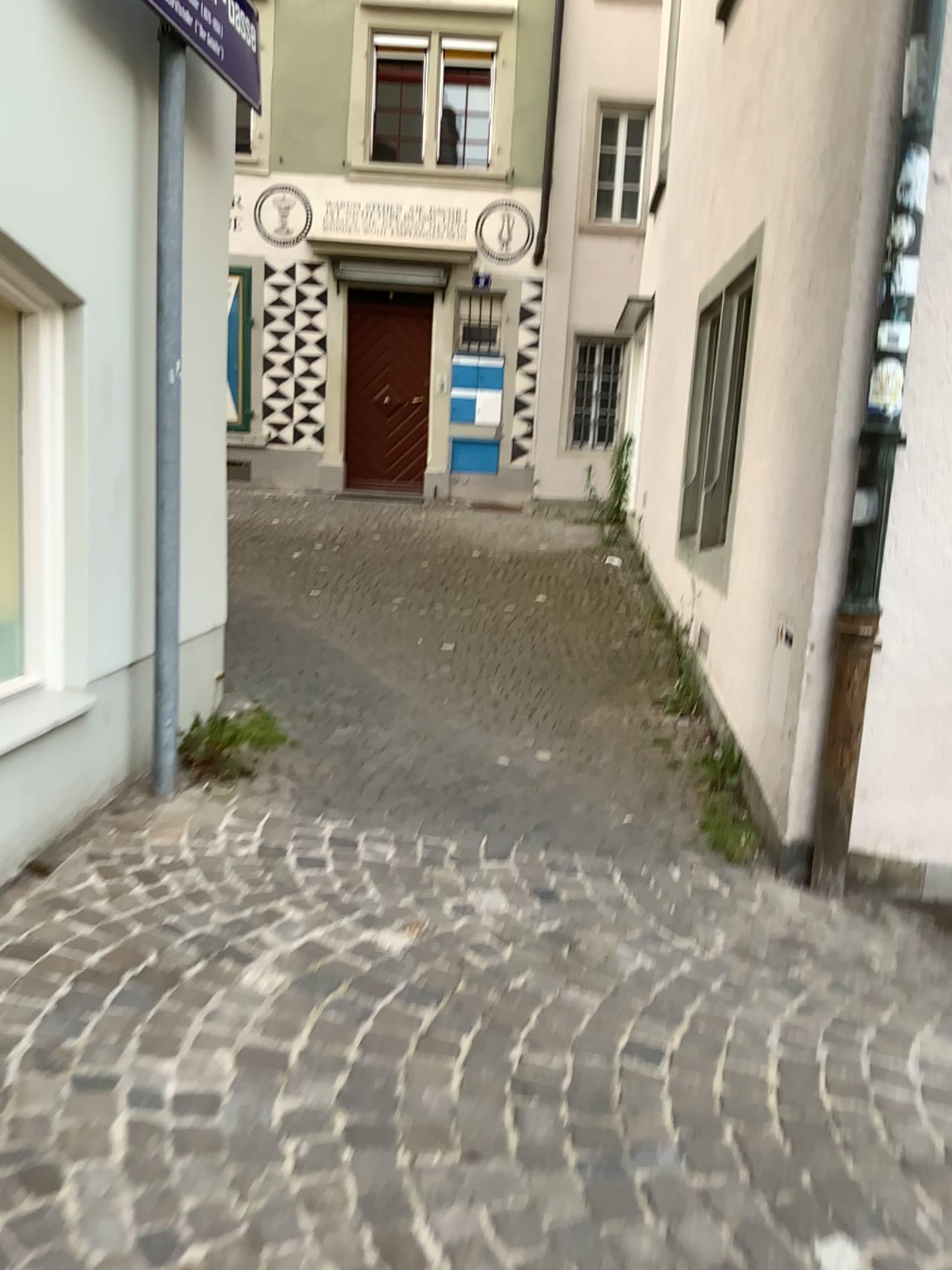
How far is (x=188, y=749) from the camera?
3.8 meters

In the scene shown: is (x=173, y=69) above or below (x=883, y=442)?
above

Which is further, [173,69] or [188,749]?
[188,749]

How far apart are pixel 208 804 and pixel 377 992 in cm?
123

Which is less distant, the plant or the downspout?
the downspout

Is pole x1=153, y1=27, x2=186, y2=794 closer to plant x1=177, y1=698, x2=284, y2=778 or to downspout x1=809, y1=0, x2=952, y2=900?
plant x1=177, y1=698, x2=284, y2=778

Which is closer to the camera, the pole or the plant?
the pole

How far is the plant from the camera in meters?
3.8 m

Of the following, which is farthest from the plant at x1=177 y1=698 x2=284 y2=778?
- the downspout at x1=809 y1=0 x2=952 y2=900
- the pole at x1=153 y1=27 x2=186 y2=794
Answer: the downspout at x1=809 y1=0 x2=952 y2=900
